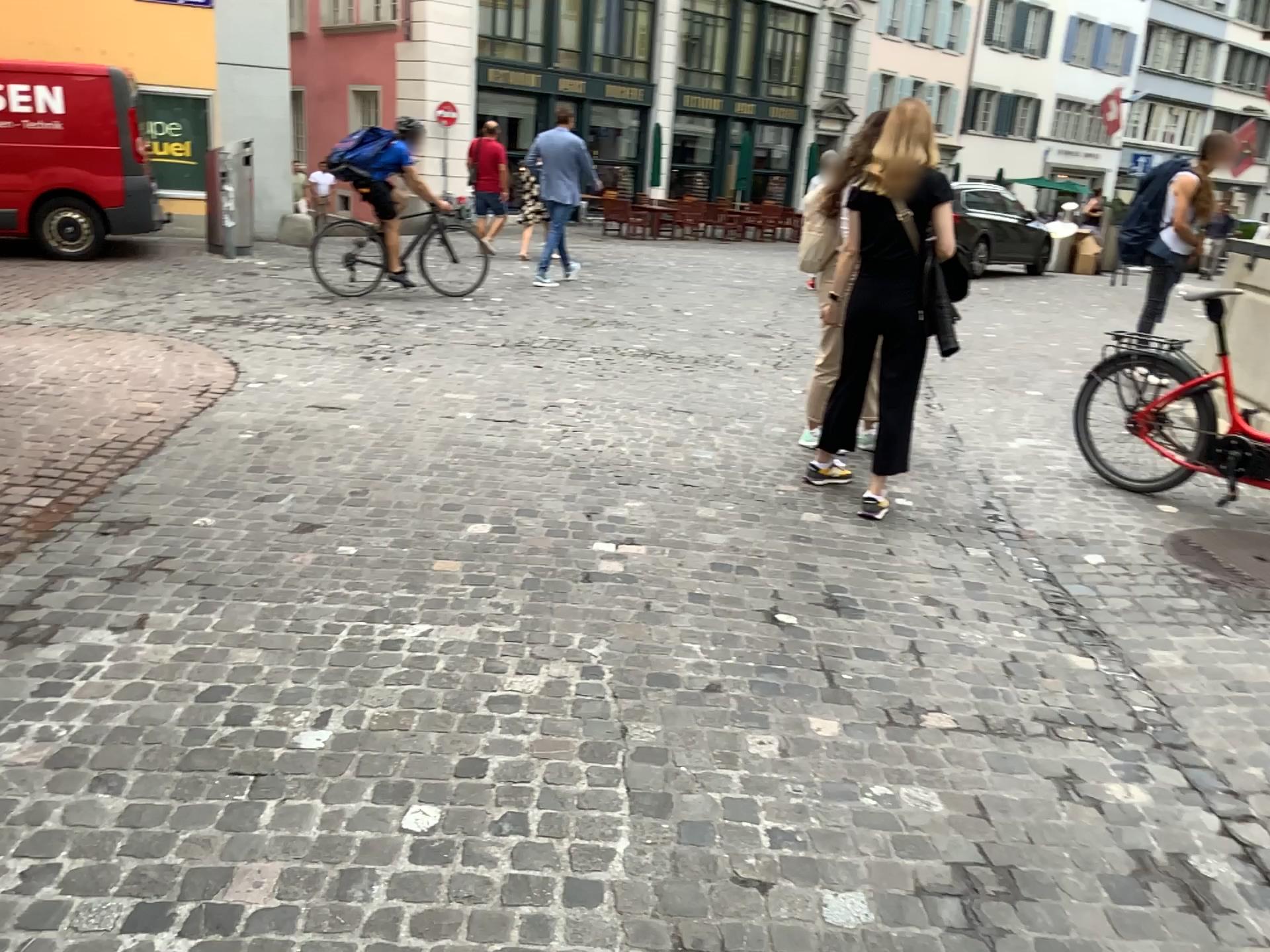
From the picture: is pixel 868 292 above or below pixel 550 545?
above
